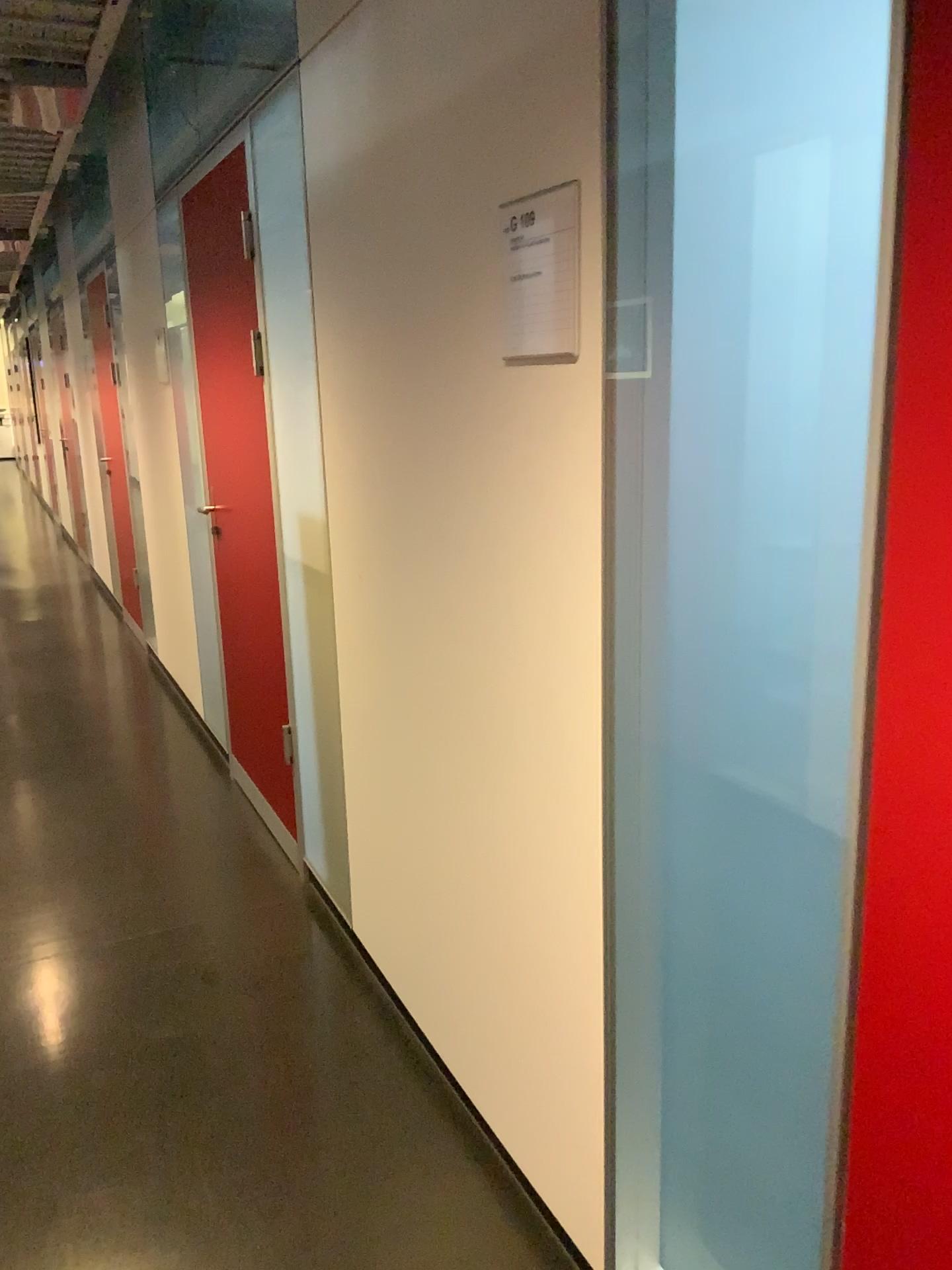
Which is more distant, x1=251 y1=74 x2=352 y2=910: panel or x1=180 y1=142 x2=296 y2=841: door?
x1=180 y1=142 x2=296 y2=841: door

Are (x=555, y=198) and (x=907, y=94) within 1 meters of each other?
yes

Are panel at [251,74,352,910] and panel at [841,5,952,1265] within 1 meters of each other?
no

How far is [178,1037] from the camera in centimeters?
243cm

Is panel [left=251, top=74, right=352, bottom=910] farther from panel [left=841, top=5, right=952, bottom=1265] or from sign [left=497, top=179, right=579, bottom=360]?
panel [left=841, top=5, right=952, bottom=1265]

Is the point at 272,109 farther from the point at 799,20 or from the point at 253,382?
the point at 799,20

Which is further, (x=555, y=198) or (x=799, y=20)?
(x=555, y=198)

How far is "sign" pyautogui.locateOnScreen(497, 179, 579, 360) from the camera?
1.4 meters

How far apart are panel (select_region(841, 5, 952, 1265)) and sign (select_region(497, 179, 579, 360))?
0.6m

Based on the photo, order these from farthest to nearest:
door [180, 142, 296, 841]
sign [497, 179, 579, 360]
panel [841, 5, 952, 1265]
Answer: door [180, 142, 296, 841] < sign [497, 179, 579, 360] < panel [841, 5, 952, 1265]
